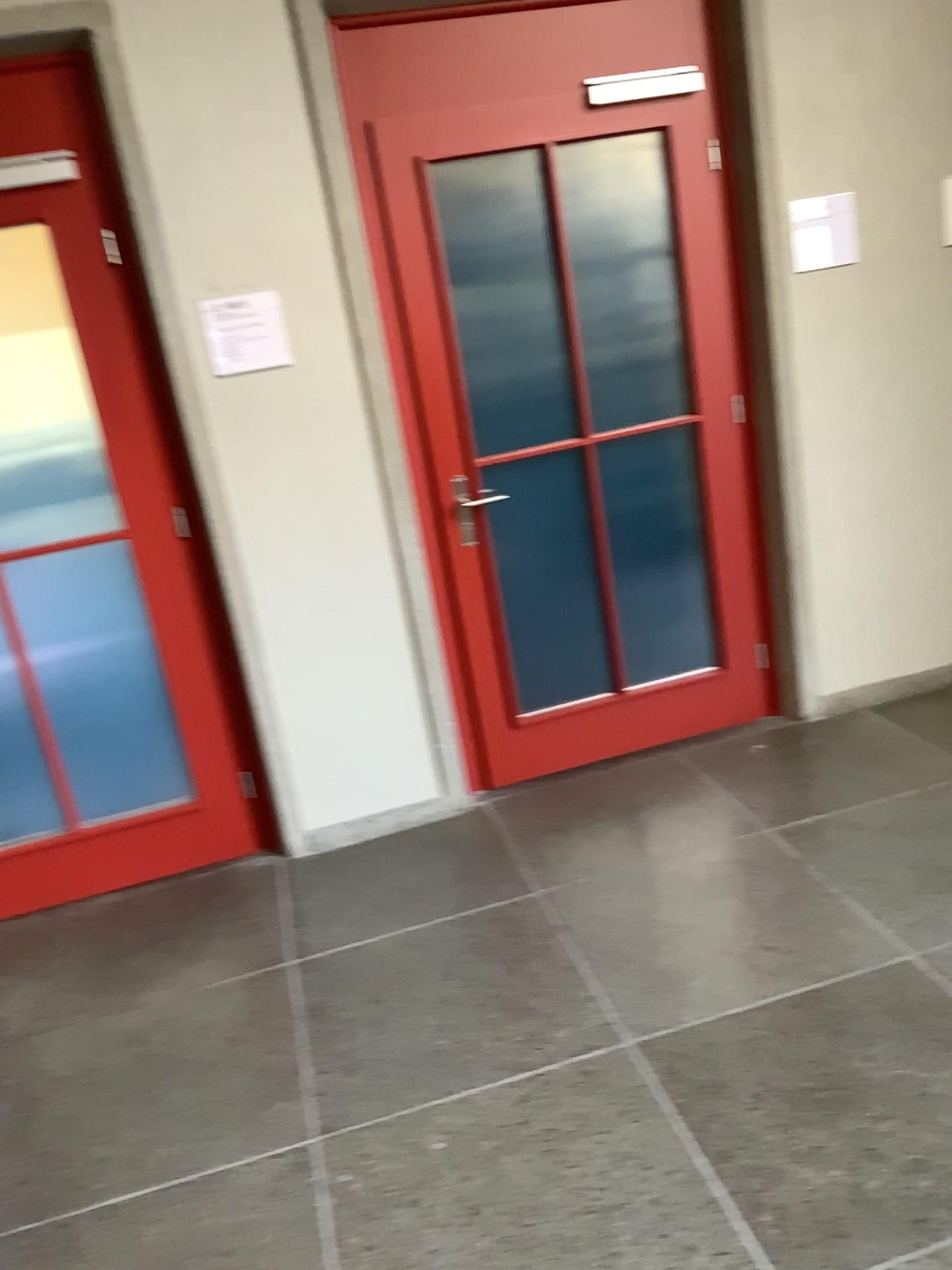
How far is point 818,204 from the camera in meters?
3.4

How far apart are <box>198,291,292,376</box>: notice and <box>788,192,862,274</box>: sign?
1.7 meters

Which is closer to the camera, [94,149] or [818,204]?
[94,149]

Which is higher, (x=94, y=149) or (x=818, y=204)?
(x=94, y=149)

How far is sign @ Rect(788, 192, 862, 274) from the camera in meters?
3.4

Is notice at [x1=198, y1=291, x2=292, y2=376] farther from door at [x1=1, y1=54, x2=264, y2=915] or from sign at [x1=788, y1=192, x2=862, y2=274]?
sign at [x1=788, y1=192, x2=862, y2=274]

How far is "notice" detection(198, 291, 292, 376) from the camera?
3.0m

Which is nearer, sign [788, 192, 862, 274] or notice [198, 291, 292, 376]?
notice [198, 291, 292, 376]

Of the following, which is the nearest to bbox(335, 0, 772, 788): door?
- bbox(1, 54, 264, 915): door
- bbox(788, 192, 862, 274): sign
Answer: bbox(788, 192, 862, 274): sign

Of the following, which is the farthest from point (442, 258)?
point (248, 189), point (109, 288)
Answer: point (109, 288)
